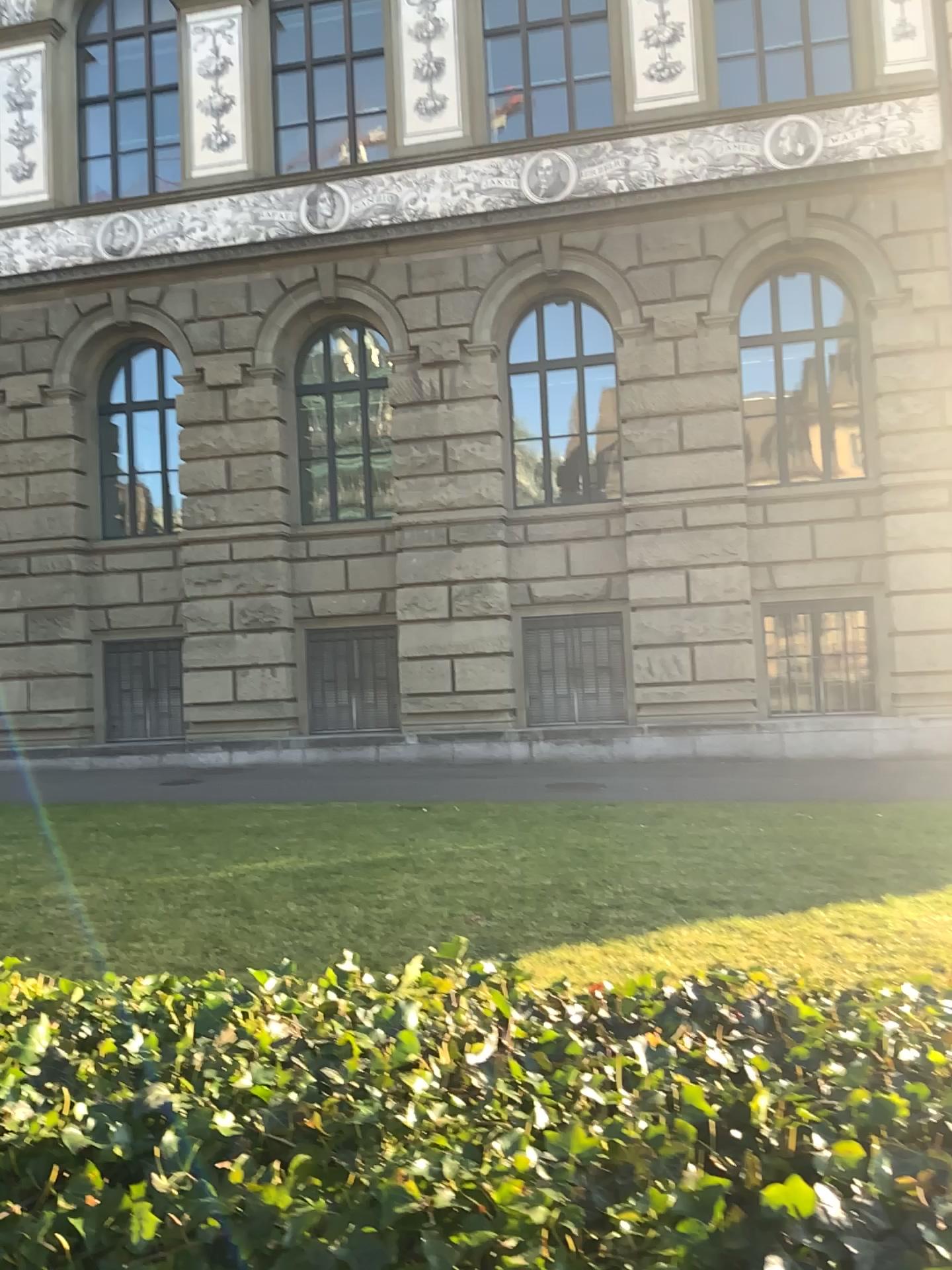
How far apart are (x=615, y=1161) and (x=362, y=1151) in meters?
0.3 m
